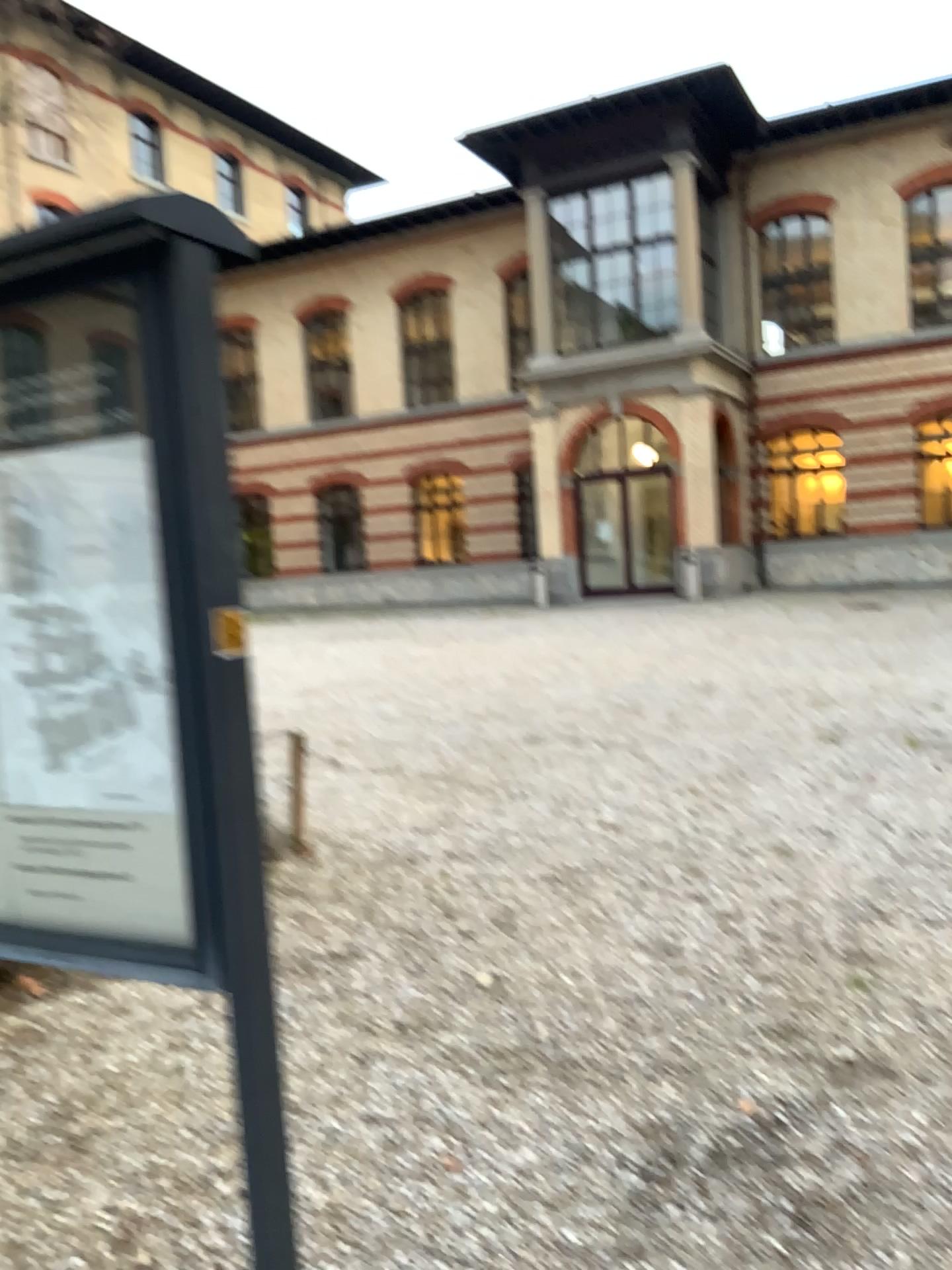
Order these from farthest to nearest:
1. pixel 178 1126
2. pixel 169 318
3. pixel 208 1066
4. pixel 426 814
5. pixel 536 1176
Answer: pixel 426 814
pixel 208 1066
pixel 178 1126
pixel 536 1176
pixel 169 318
